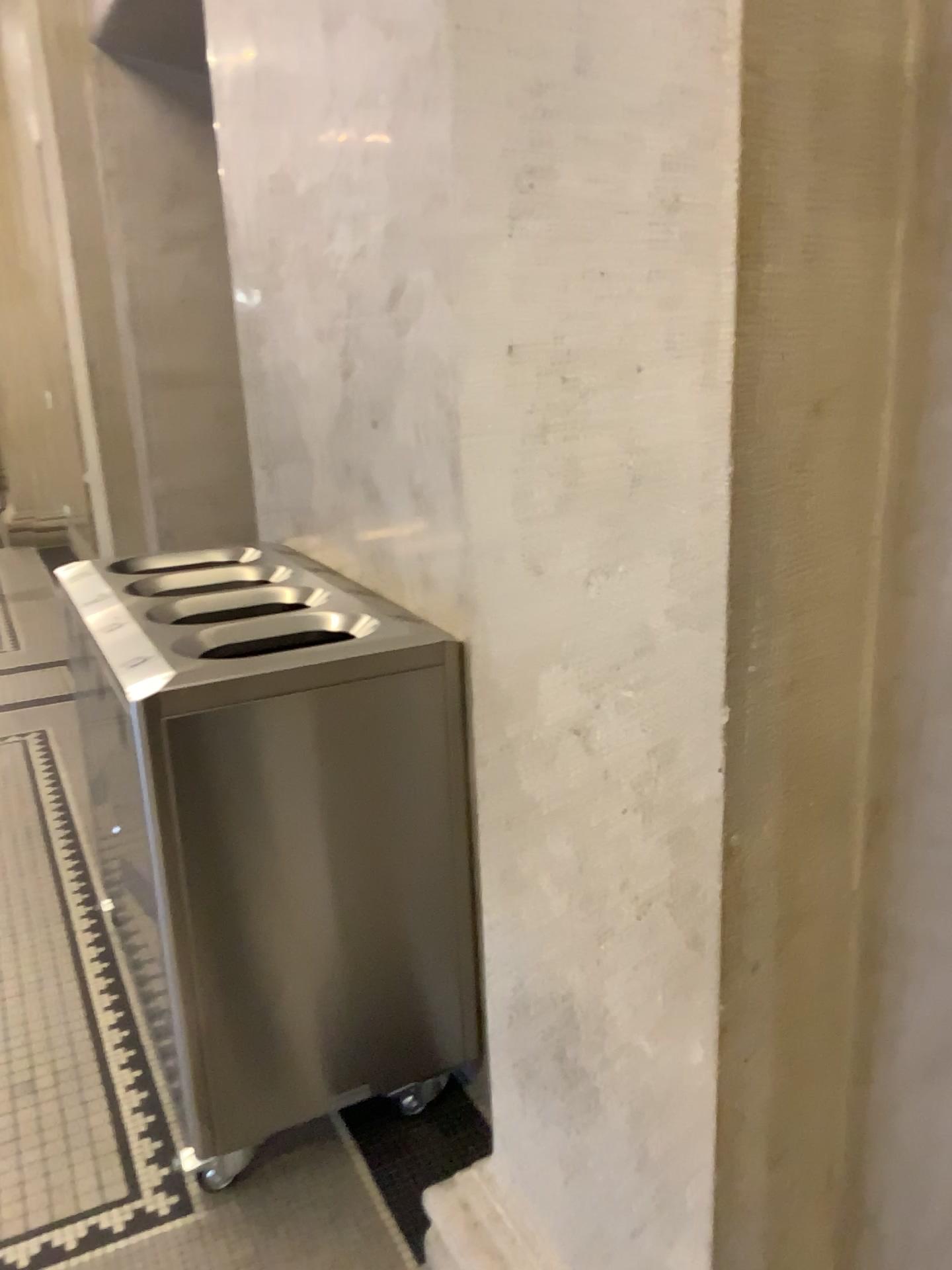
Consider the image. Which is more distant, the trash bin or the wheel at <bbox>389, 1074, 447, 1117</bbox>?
the wheel at <bbox>389, 1074, 447, 1117</bbox>

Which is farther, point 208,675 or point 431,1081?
point 431,1081

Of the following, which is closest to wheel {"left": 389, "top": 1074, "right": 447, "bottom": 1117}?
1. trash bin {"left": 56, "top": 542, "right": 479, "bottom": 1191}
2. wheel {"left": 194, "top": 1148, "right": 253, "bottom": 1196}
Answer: trash bin {"left": 56, "top": 542, "right": 479, "bottom": 1191}

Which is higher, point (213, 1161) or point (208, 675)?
point (208, 675)

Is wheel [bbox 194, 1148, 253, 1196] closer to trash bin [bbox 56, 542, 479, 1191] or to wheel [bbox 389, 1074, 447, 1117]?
trash bin [bbox 56, 542, 479, 1191]

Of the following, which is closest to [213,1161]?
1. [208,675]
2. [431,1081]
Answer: [431,1081]

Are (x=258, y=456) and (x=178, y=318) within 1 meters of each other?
no
